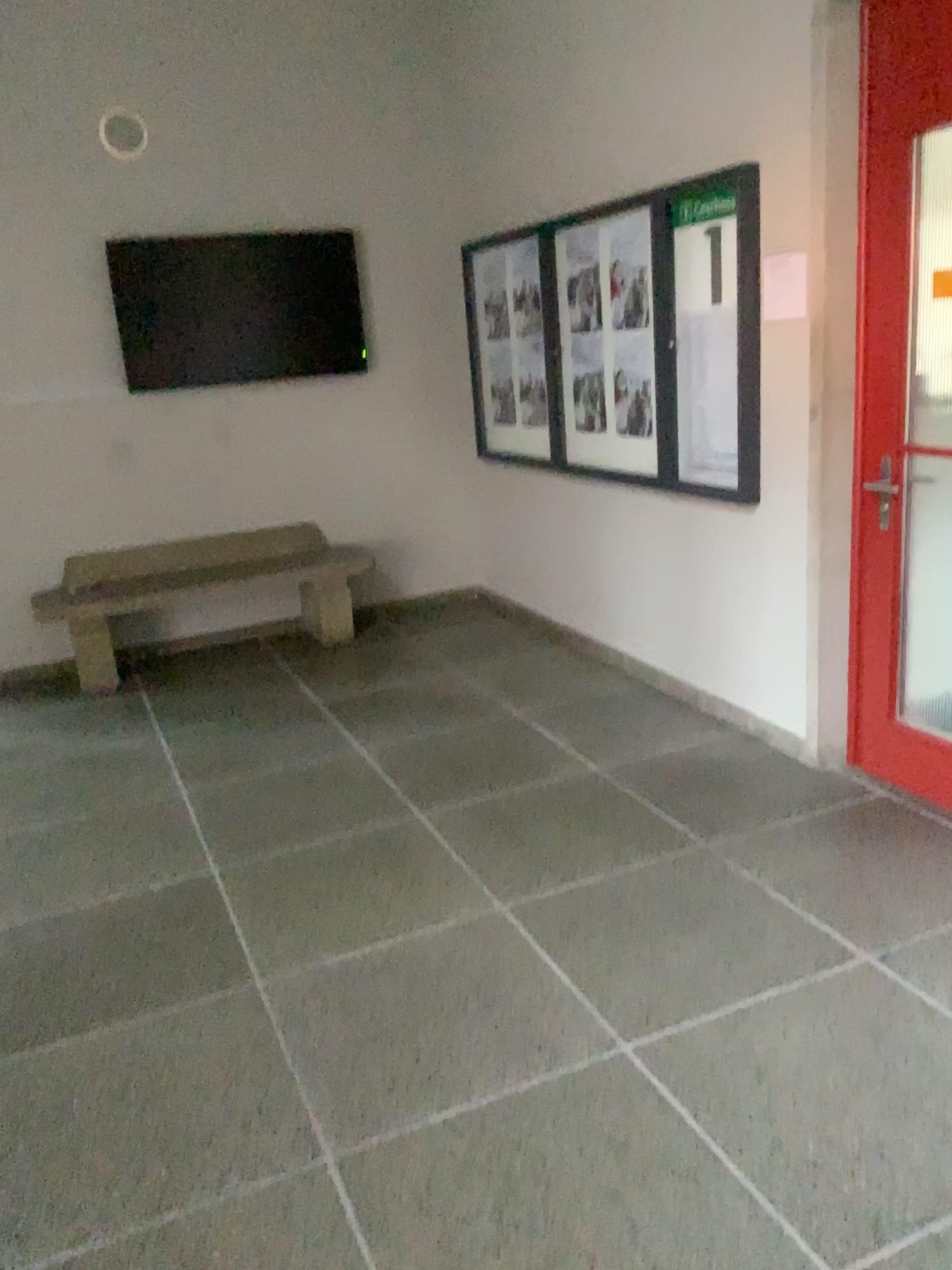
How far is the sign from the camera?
3.65m

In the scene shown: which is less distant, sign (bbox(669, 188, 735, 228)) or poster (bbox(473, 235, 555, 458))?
sign (bbox(669, 188, 735, 228))

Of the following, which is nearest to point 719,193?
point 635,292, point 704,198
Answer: point 704,198

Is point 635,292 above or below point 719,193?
below

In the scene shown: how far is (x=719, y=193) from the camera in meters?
3.7

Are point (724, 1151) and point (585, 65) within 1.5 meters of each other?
no

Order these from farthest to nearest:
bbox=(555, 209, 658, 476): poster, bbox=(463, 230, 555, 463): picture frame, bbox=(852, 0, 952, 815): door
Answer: bbox=(463, 230, 555, 463): picture frame < bbox=(555, 209, 658, 476): poster < bbox=(852, 0, 952, 815): door

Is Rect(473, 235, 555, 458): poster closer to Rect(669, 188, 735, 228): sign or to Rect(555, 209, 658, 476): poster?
Rect(555, 209, 658, 476): poster

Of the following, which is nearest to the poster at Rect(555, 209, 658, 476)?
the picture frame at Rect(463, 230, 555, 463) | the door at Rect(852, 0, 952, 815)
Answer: the picture frame at Rect(463, 230, 555, 463)

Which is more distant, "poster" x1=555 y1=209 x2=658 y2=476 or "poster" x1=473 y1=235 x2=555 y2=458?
"poster" x1=473 y1=235 x2=555 y2=458
